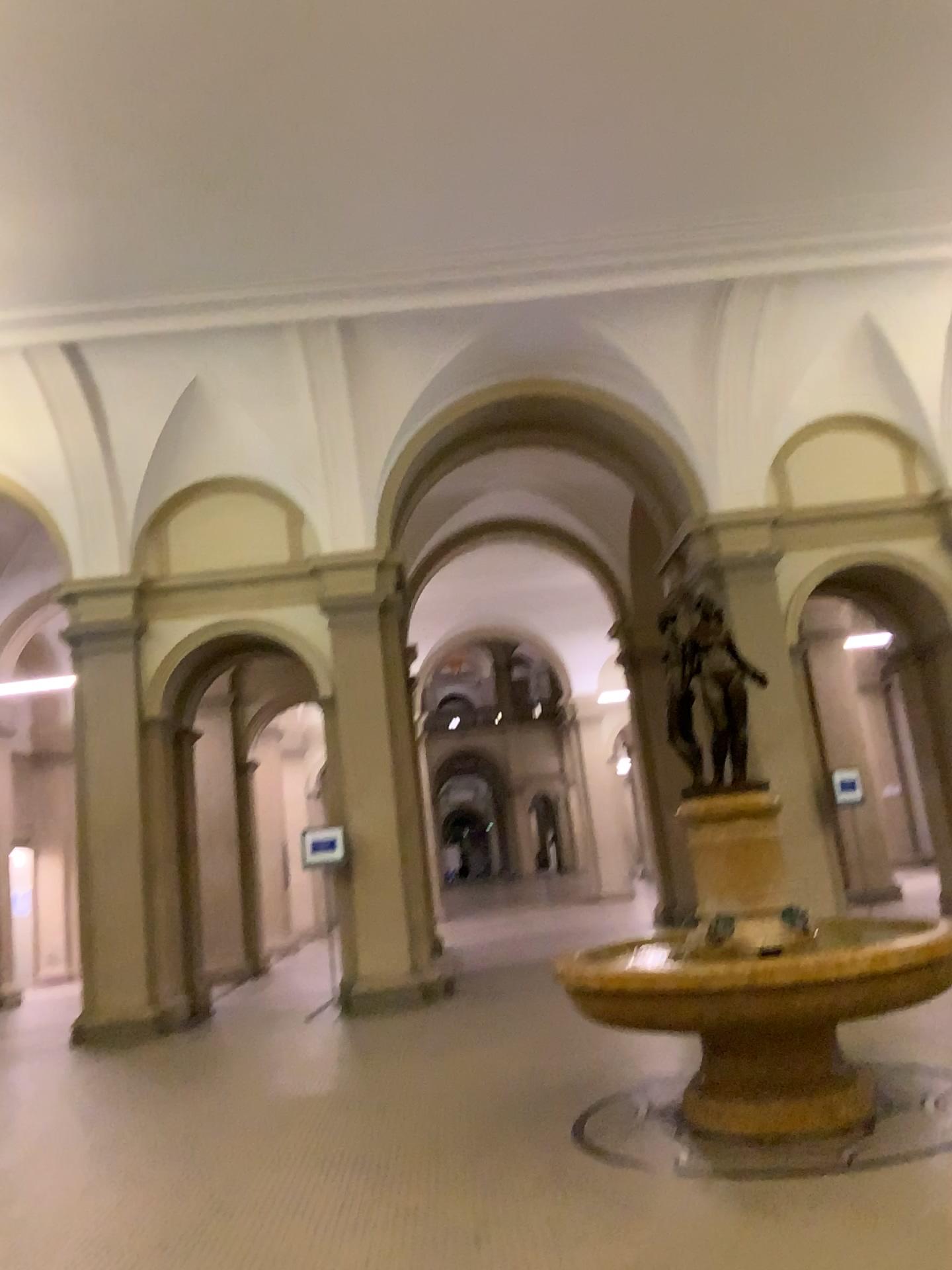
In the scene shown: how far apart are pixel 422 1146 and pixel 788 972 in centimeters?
183cm
